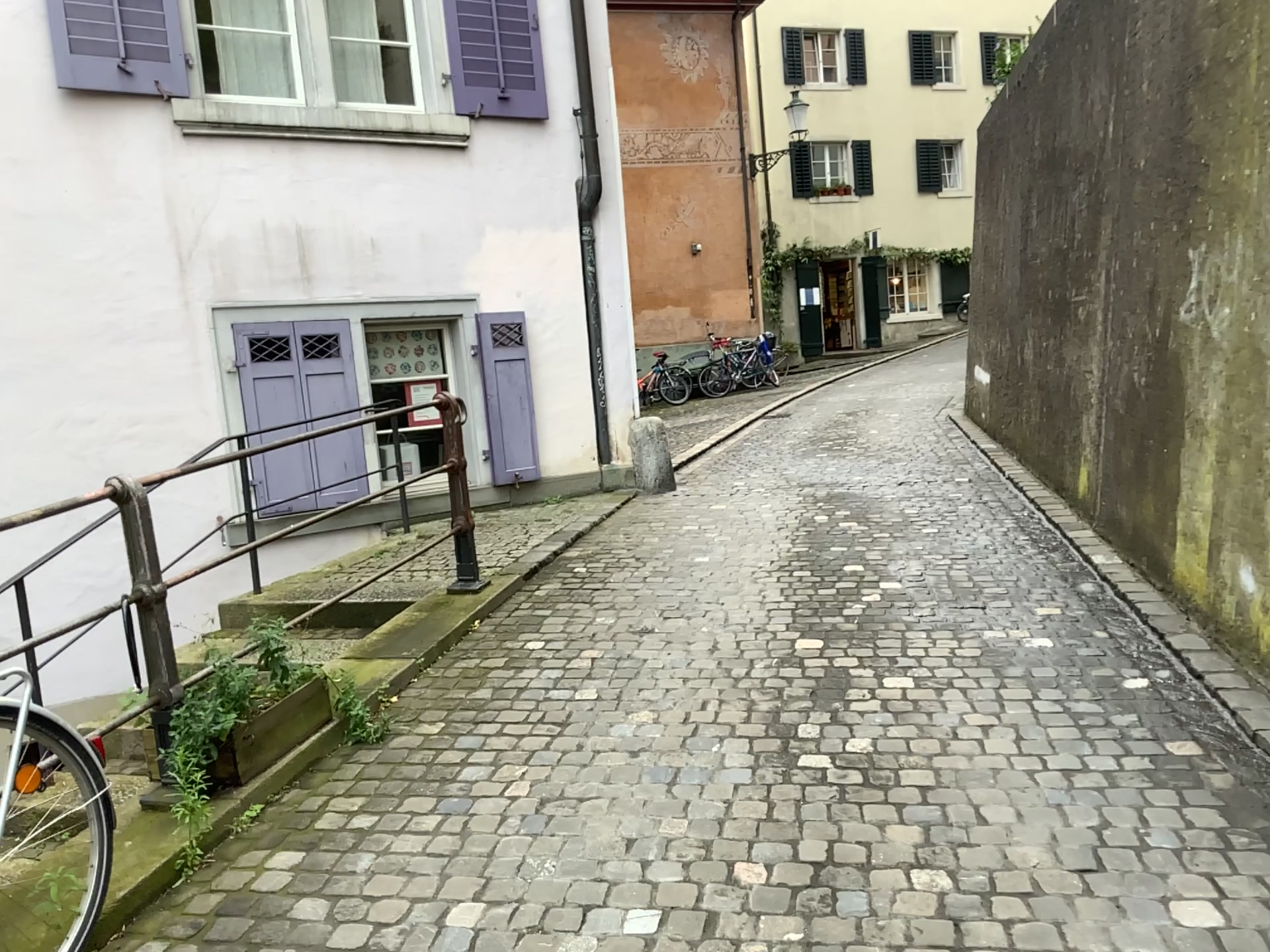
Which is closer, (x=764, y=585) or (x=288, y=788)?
(x=288, y=788)
